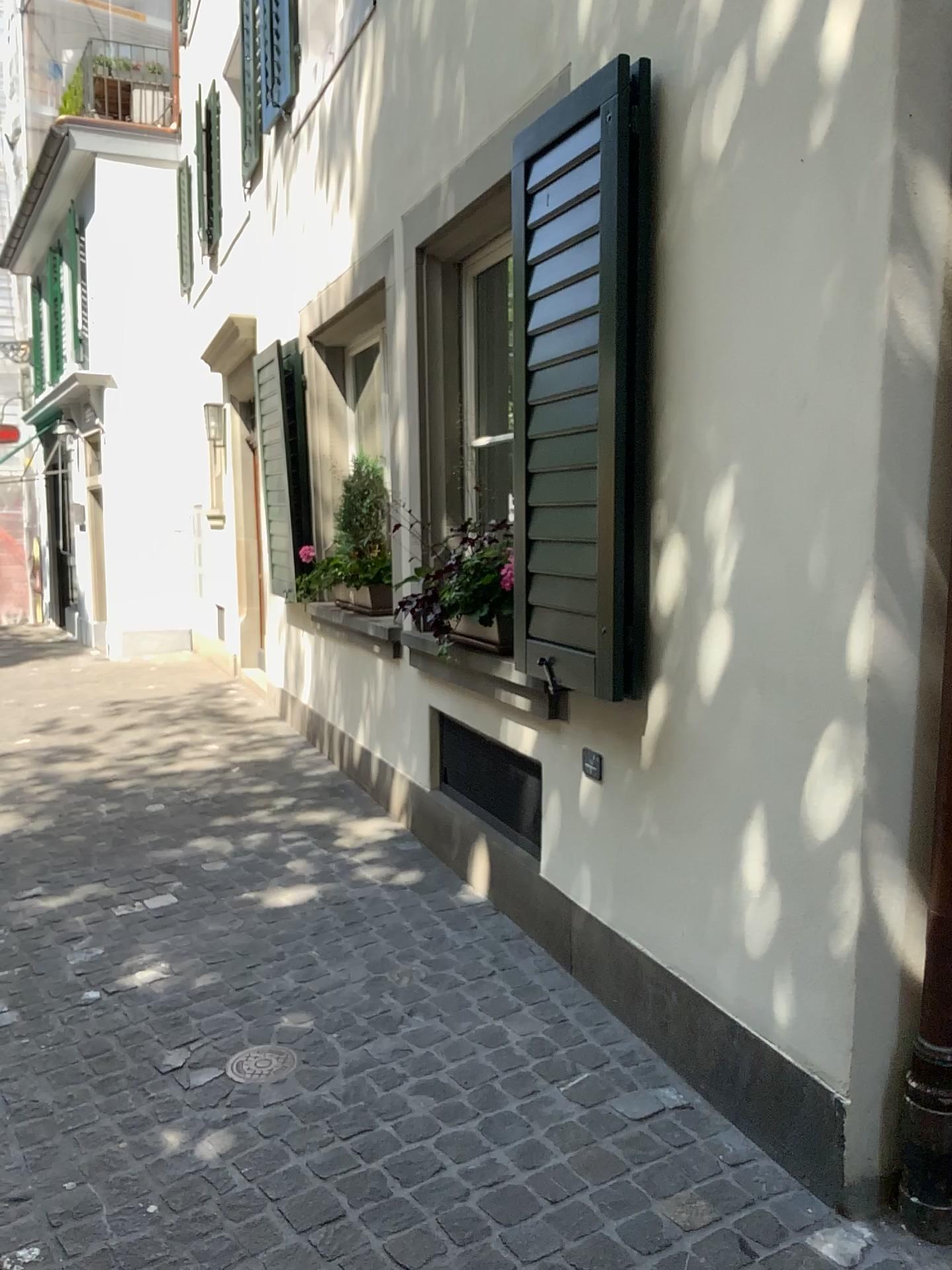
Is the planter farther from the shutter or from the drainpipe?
the drainpipe

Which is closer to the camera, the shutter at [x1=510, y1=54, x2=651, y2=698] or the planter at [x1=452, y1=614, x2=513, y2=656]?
the shutter at [x1=510, y1=54, x2=651, y2=698]

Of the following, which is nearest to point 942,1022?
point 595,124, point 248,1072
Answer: point 248,1072

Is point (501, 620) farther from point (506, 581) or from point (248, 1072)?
Result: point (248, 1072)

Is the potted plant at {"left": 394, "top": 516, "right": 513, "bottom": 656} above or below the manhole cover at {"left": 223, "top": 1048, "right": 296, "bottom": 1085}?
above

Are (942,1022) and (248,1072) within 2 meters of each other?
yes

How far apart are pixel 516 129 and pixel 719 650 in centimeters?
184cm

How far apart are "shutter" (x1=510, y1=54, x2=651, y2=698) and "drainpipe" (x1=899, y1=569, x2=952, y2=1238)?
0.85m

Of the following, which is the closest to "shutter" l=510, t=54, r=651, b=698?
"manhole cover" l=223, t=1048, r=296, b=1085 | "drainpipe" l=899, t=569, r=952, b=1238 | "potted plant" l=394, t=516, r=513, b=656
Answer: "potted plant" l=394, t=516, r=513, b=656

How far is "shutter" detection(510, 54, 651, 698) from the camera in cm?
263
